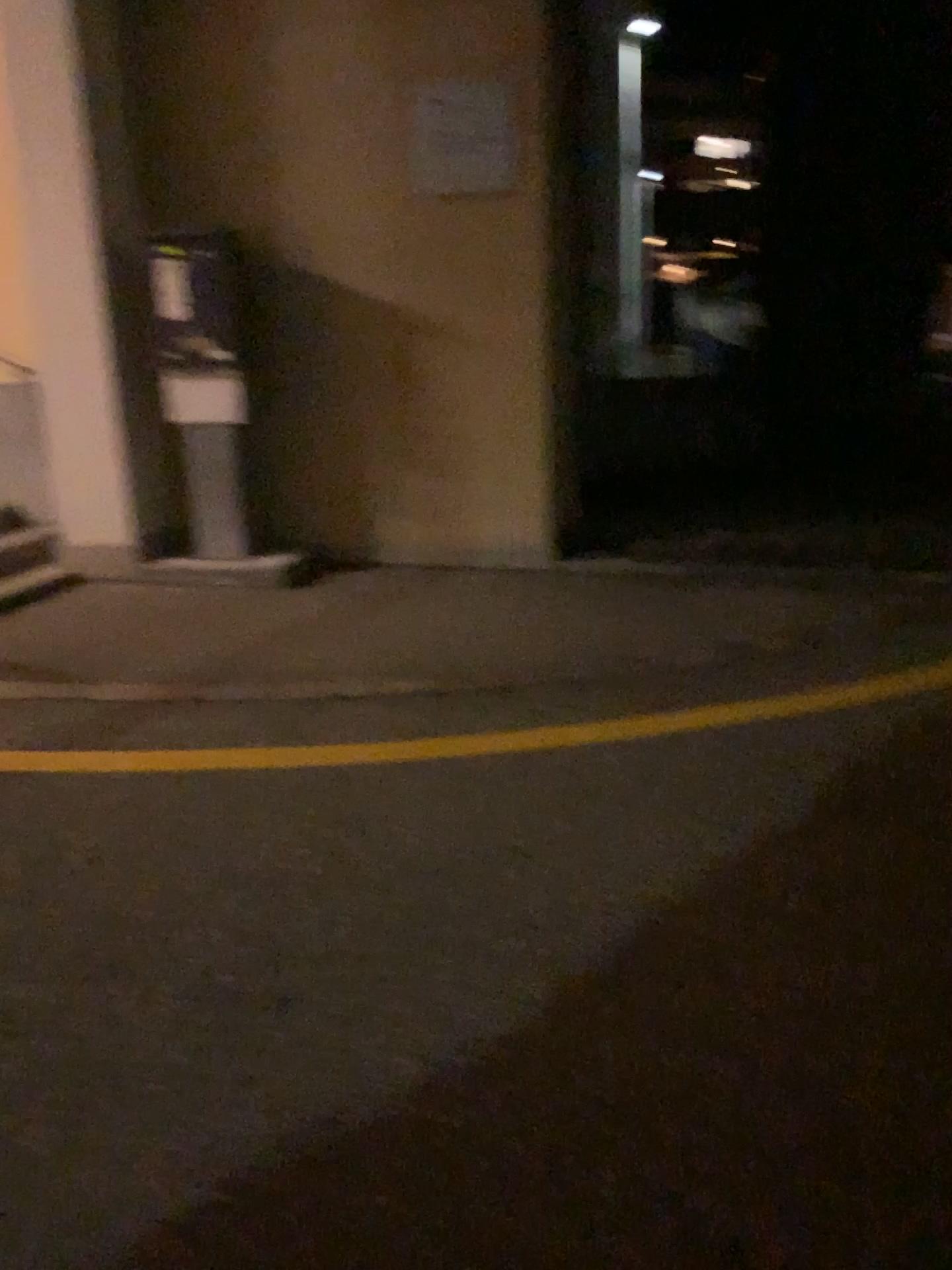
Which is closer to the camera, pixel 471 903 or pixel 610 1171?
pixel 610 1171
